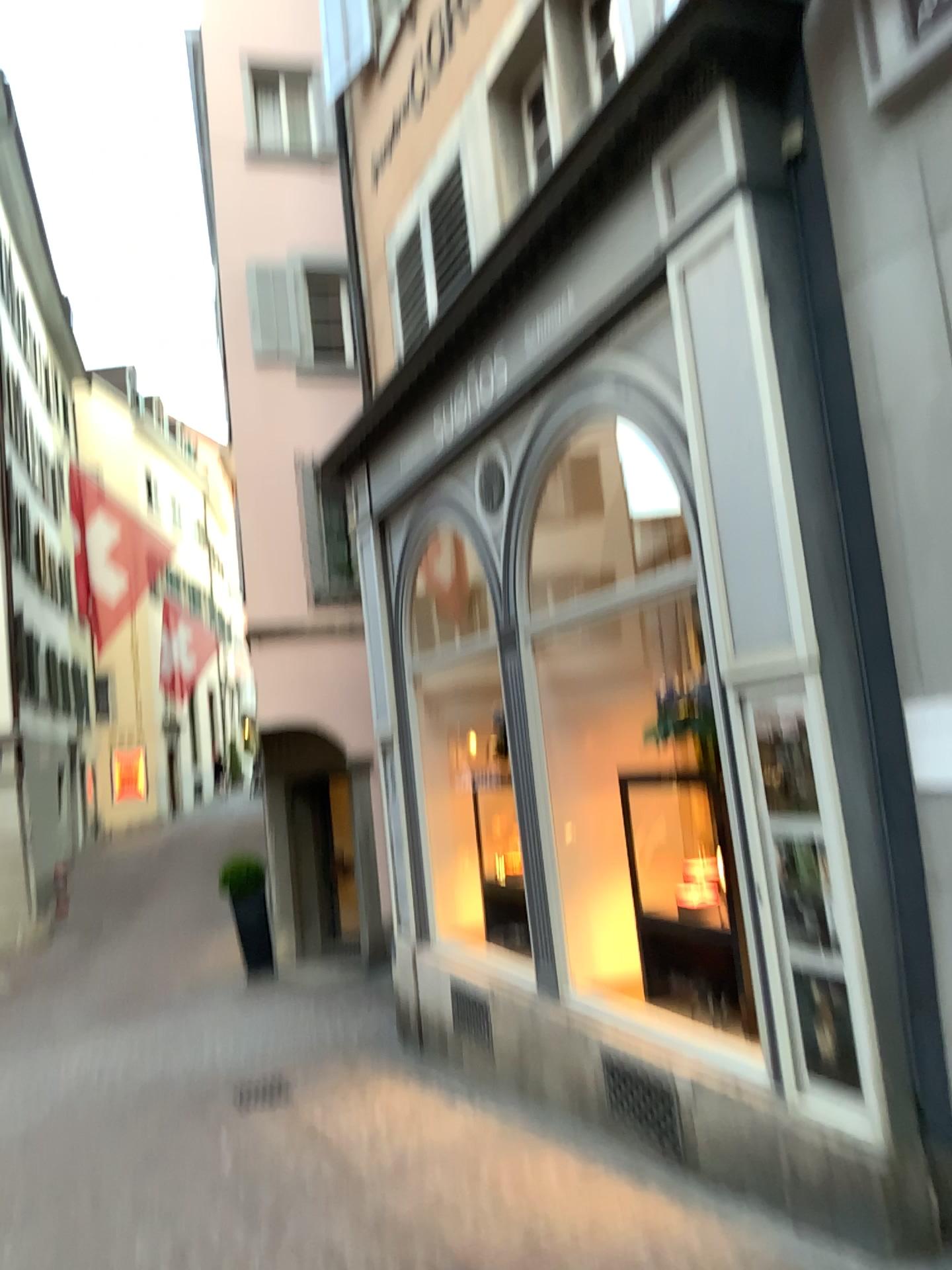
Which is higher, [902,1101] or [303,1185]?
[902,1101]
